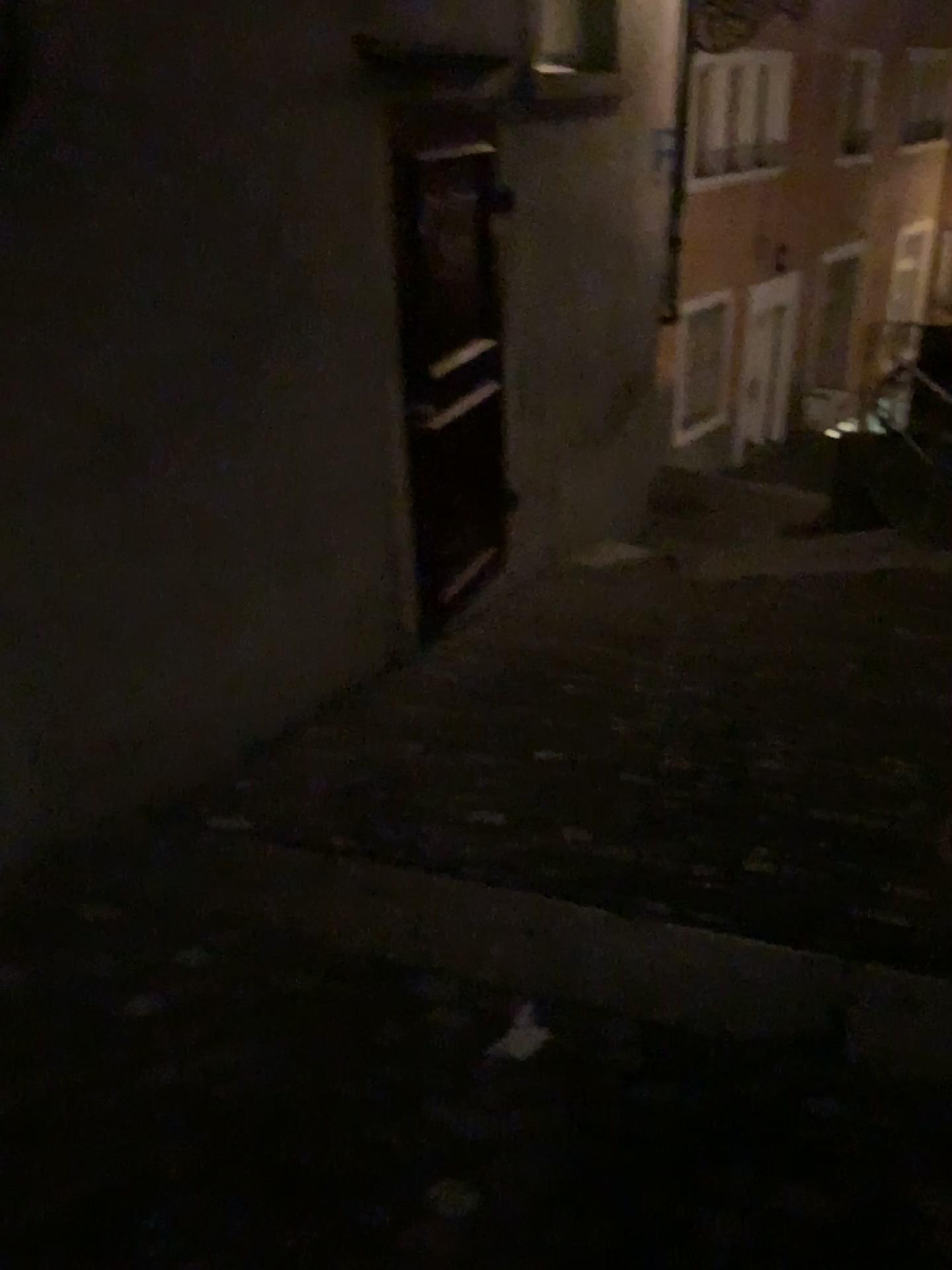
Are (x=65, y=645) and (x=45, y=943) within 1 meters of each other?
yes
